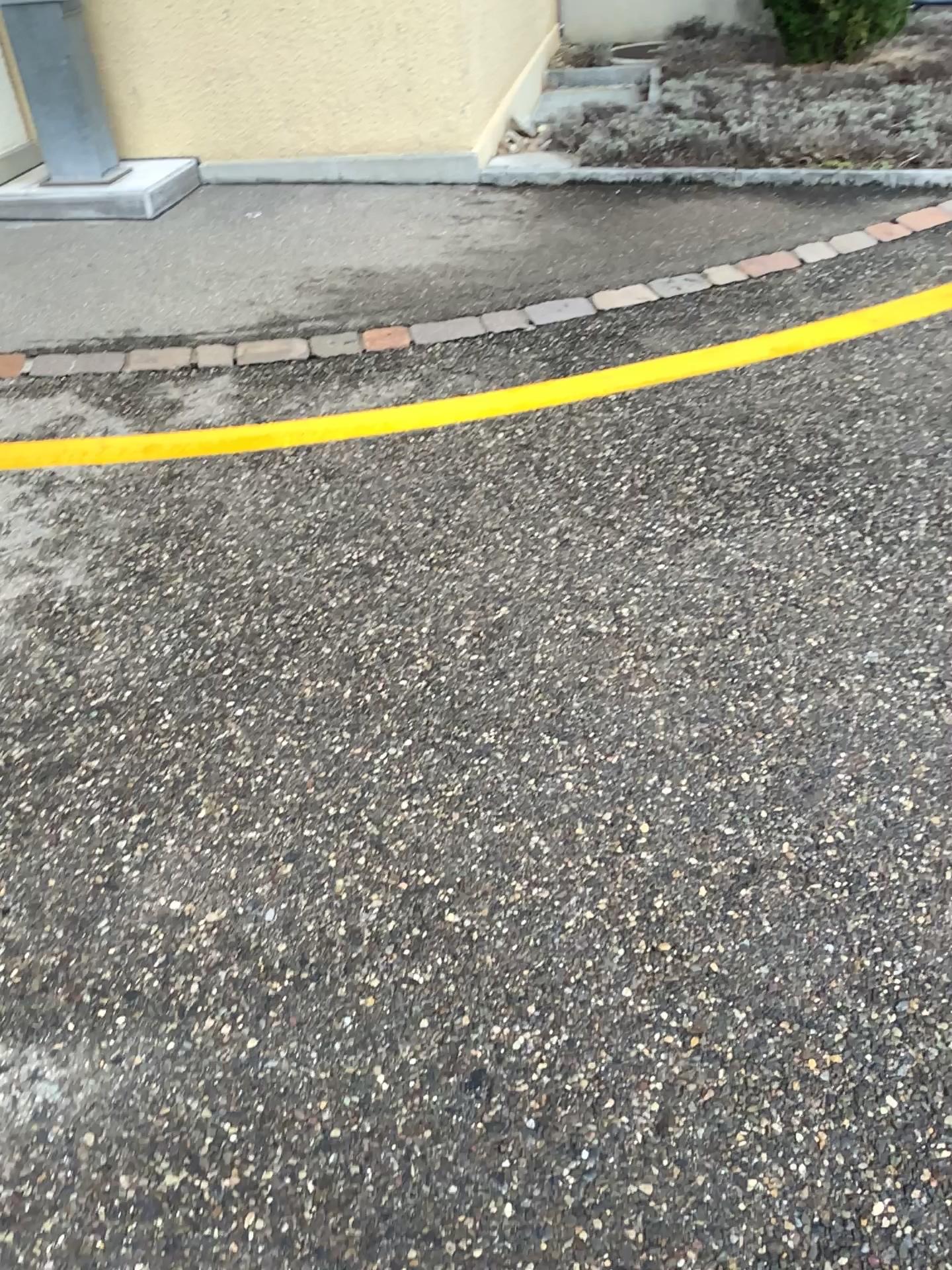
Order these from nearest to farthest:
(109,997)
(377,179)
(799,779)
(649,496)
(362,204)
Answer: (109,997) → (799,779) → (649,496) → (362,204) → (377,179)
